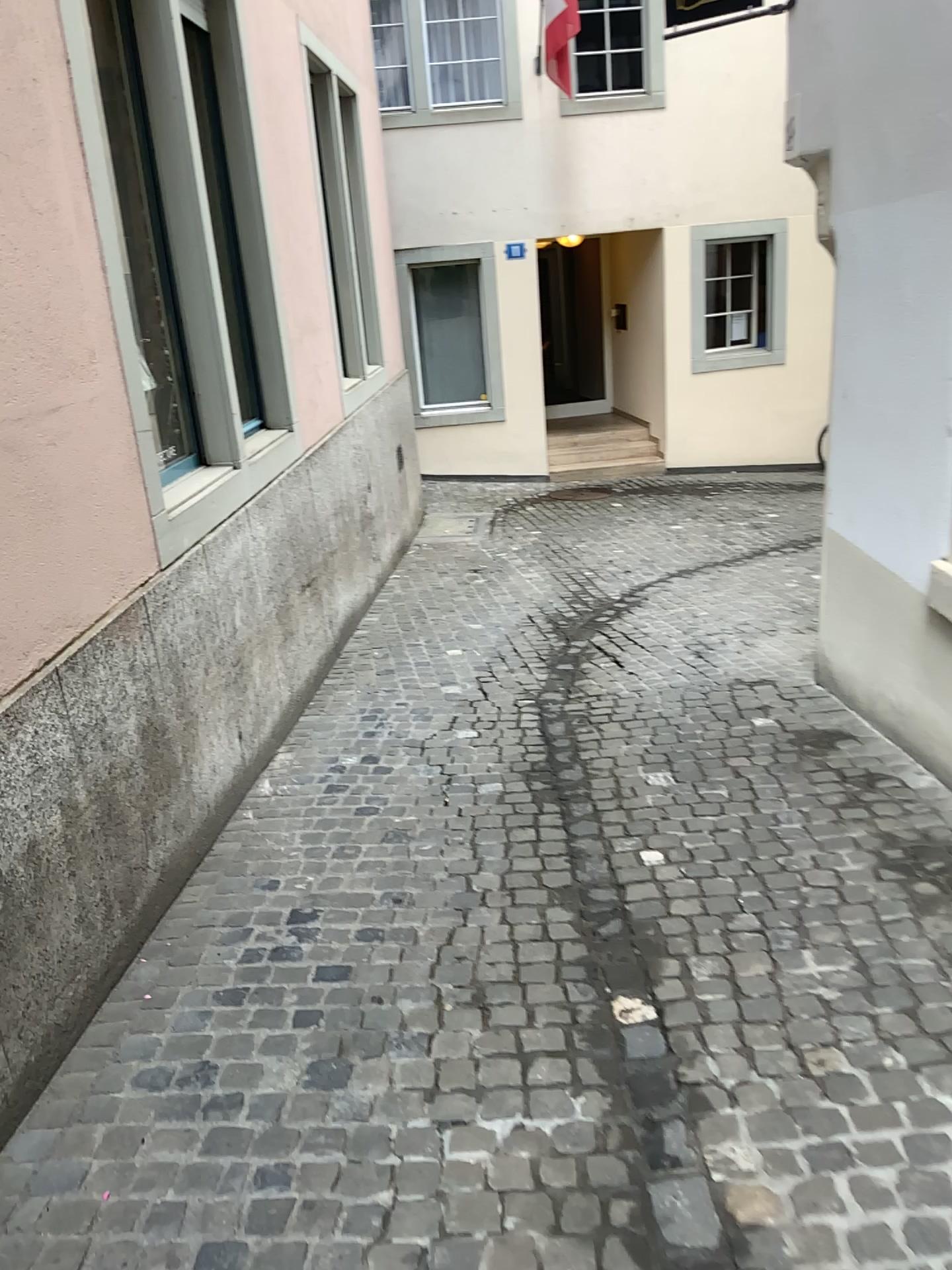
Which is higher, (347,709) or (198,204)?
(198,204)
